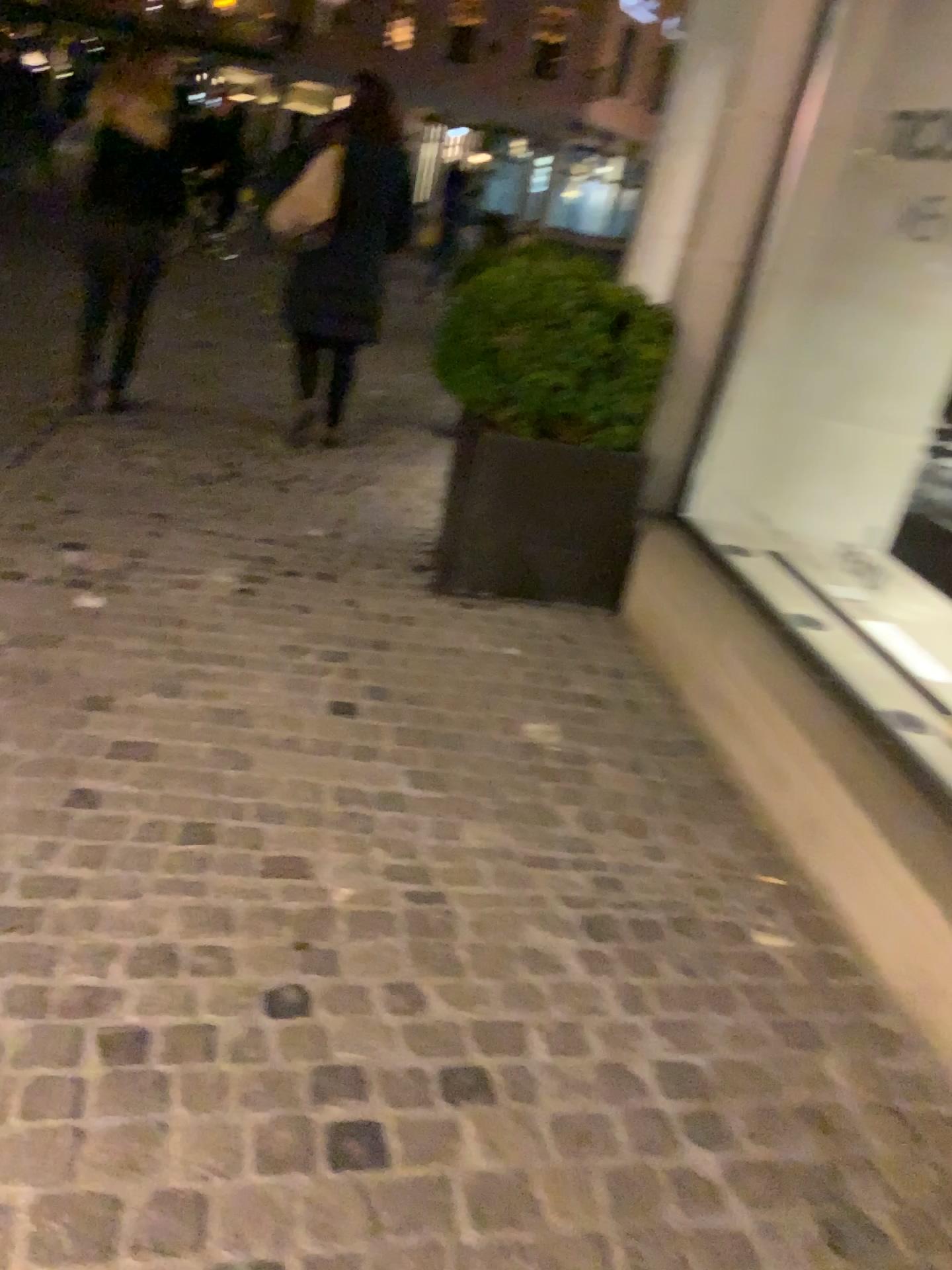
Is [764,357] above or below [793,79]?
below

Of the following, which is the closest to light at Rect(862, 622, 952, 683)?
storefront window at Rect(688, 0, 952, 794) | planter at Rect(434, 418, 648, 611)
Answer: storefront window at Rect(688, 0, 952, 794)

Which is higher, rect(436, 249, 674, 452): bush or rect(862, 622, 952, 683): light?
rect(436, 249, 674, 452): bush

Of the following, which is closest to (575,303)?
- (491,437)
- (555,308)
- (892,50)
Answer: (555,308)

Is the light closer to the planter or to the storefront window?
the storefront window

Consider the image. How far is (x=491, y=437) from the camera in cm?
351

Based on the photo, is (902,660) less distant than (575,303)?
Yes

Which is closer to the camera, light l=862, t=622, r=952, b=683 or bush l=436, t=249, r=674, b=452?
light l=862, t=622, r=952, b=683

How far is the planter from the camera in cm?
351

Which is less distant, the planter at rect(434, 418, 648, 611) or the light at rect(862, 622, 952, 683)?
the light at rect(862, 622, 952, 683)
